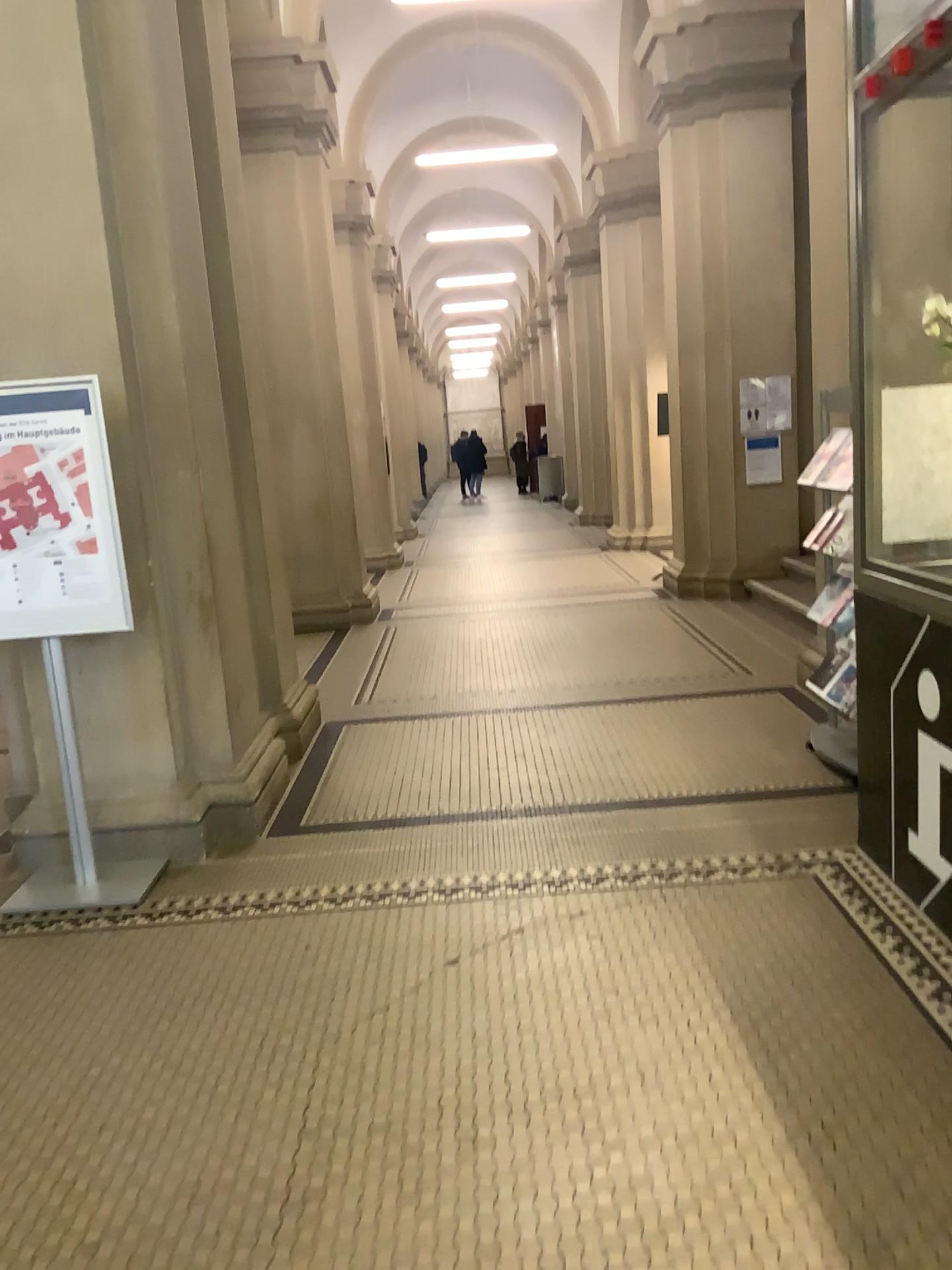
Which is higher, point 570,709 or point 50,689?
point 50,689

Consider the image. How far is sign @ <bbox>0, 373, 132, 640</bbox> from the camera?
3.6 meters

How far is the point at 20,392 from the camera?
3.6m
